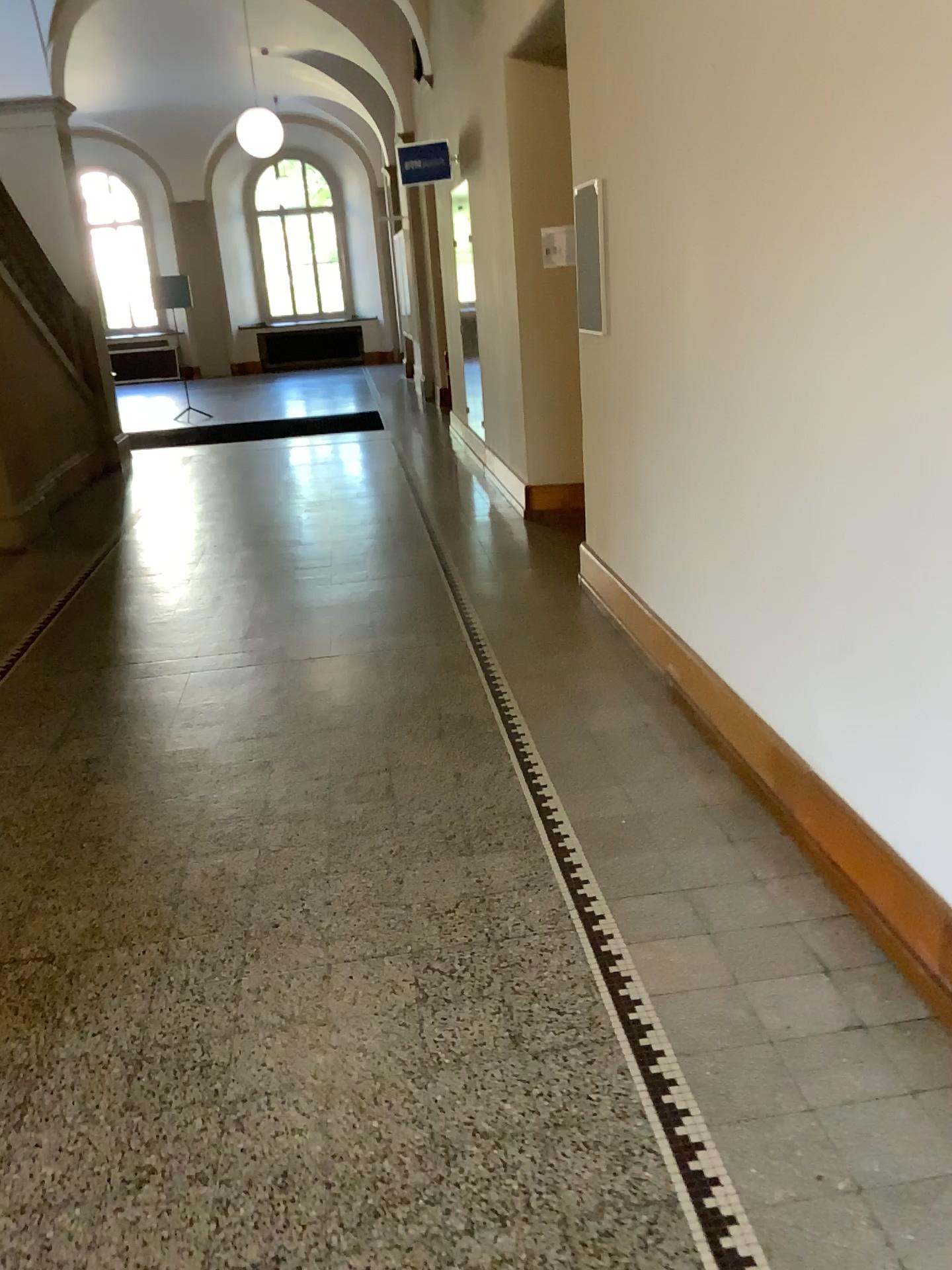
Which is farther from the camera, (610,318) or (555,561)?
(555,561)
